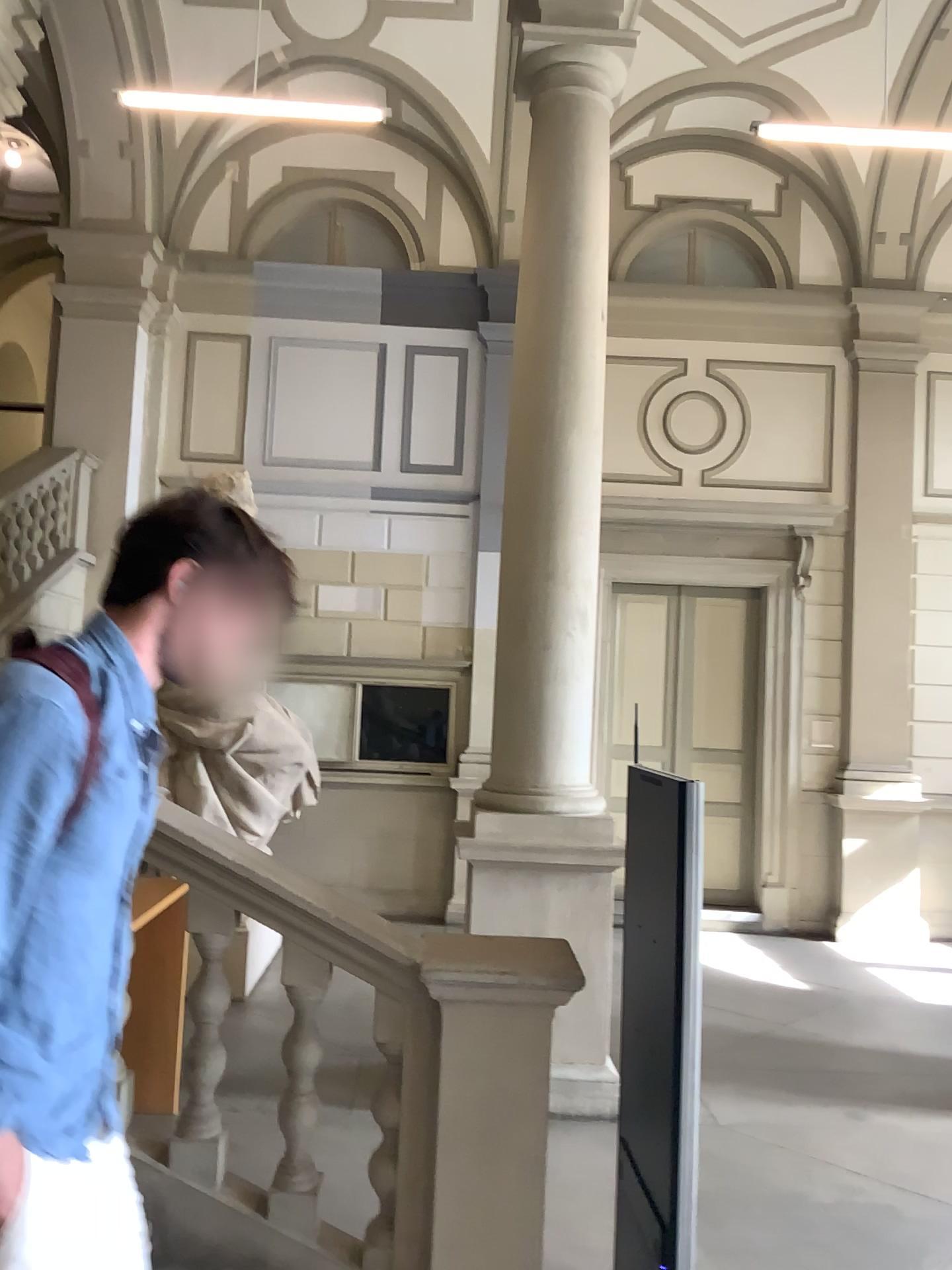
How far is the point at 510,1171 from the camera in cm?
280

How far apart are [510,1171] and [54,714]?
2.12m

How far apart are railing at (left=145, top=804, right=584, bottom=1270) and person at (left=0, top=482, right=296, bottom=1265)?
1.30m

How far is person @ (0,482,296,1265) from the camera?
1.26m

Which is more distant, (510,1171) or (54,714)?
(510,1171)

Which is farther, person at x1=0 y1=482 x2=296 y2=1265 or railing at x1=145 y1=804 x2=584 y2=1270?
railing at x1=145 y1=804 x2=584 y2=1270

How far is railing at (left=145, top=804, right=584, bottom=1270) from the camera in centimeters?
280cm

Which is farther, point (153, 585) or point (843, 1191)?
point (843, 1191)
